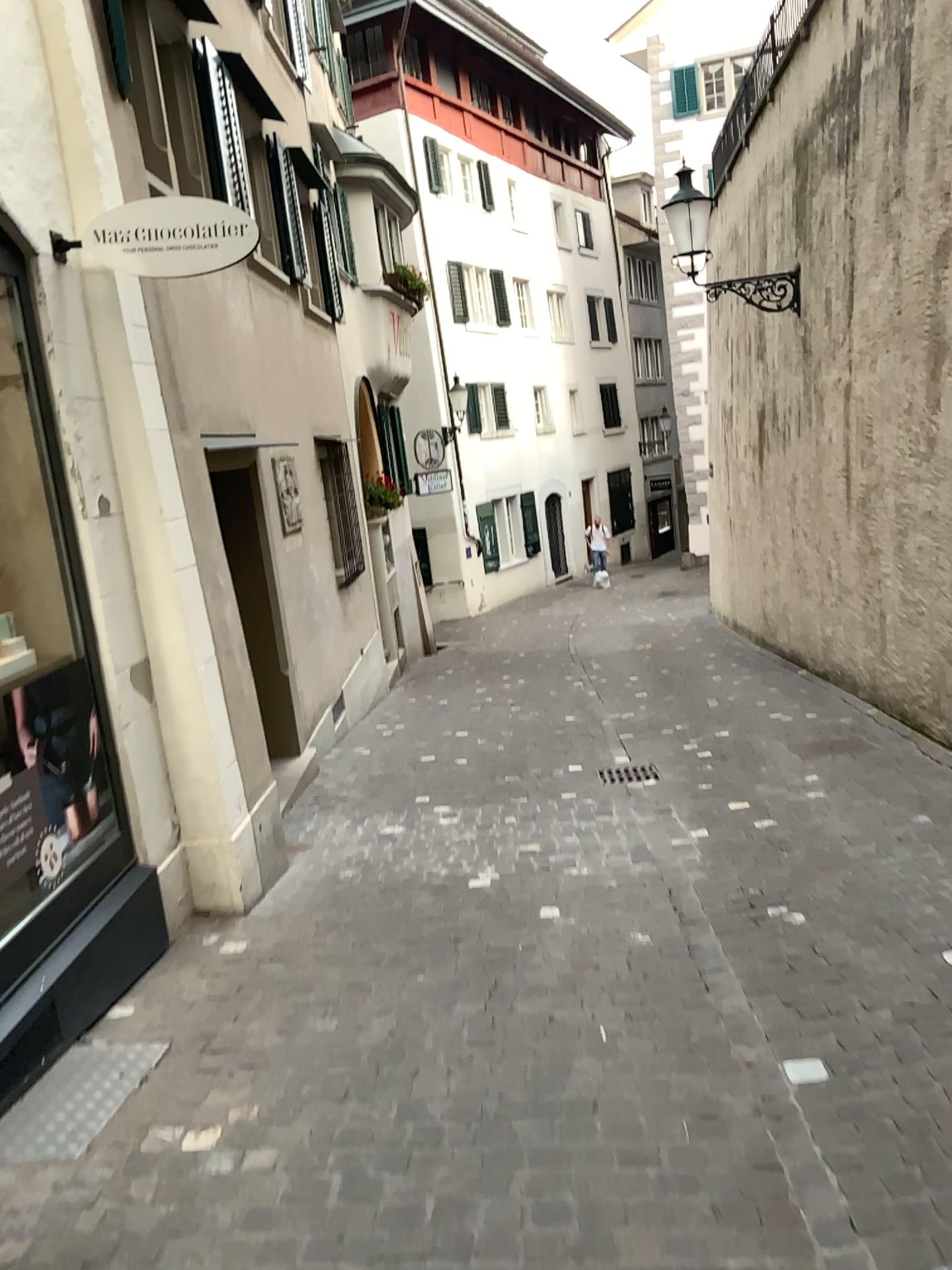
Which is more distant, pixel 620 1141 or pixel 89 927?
pixel 89 927
